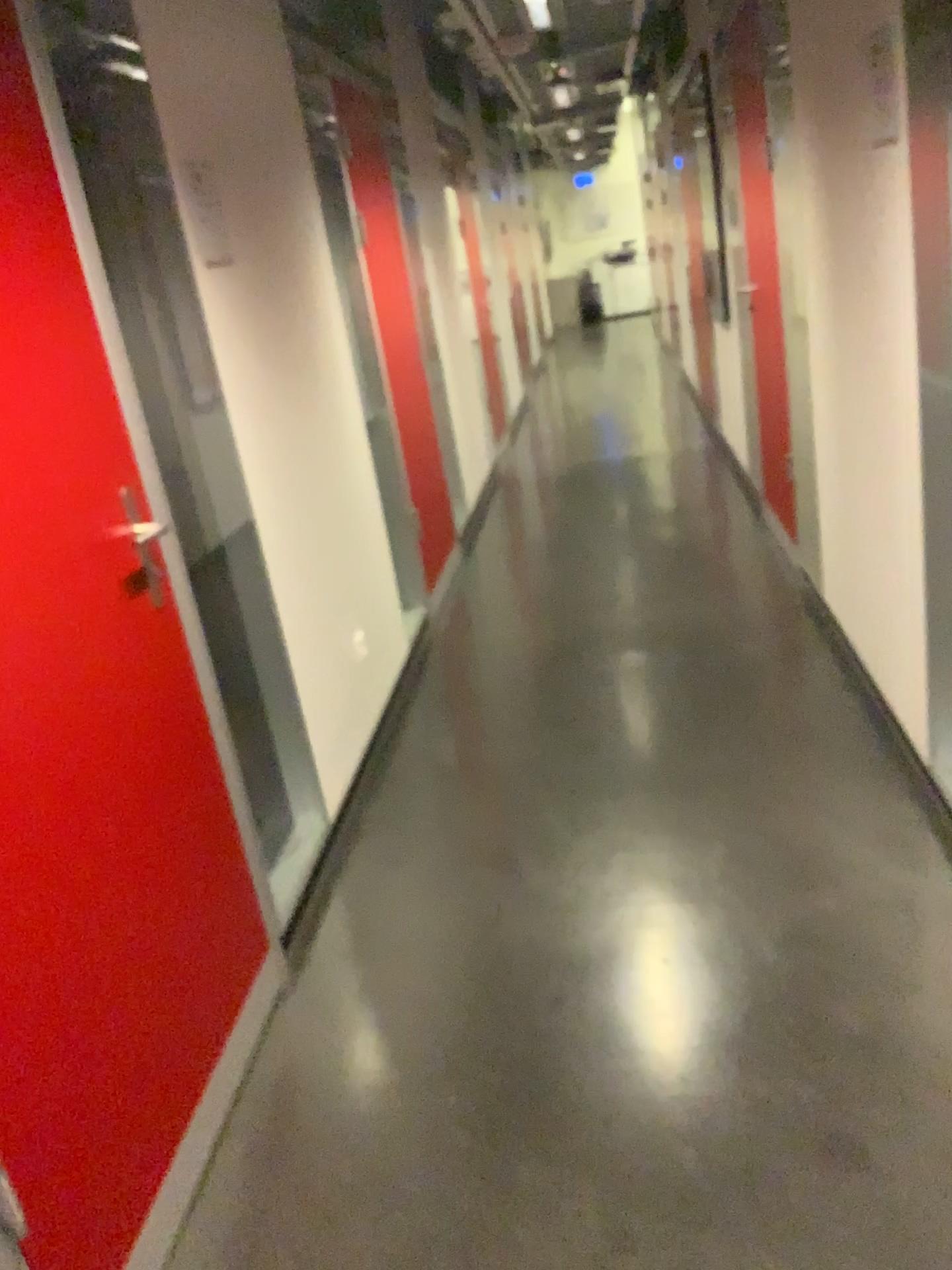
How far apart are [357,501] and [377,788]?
1.0 meters

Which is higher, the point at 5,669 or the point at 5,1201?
the point at 5,669

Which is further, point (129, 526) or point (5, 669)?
point (129, 526)

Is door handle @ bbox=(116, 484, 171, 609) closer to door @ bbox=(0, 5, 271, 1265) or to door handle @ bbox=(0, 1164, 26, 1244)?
door @ bbox=(0, 5, 271, 1265)

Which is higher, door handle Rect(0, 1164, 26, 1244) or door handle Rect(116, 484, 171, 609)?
door handle Rect(116, 484, 171, 609)

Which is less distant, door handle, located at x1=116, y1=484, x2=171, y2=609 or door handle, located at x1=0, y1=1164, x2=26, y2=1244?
door handle, located at x1=0, y1=1164, x2=26, y2=1244

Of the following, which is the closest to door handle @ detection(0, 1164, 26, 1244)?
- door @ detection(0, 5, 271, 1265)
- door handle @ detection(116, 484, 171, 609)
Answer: door @ detection(0, 5, 271, 1265)

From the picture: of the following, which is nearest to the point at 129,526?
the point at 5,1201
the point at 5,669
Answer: the point at 5,669

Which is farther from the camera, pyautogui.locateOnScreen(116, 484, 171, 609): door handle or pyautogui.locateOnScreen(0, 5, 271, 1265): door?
pyautogui.locateOnScreen(116, 484, 171, 609): door handle
